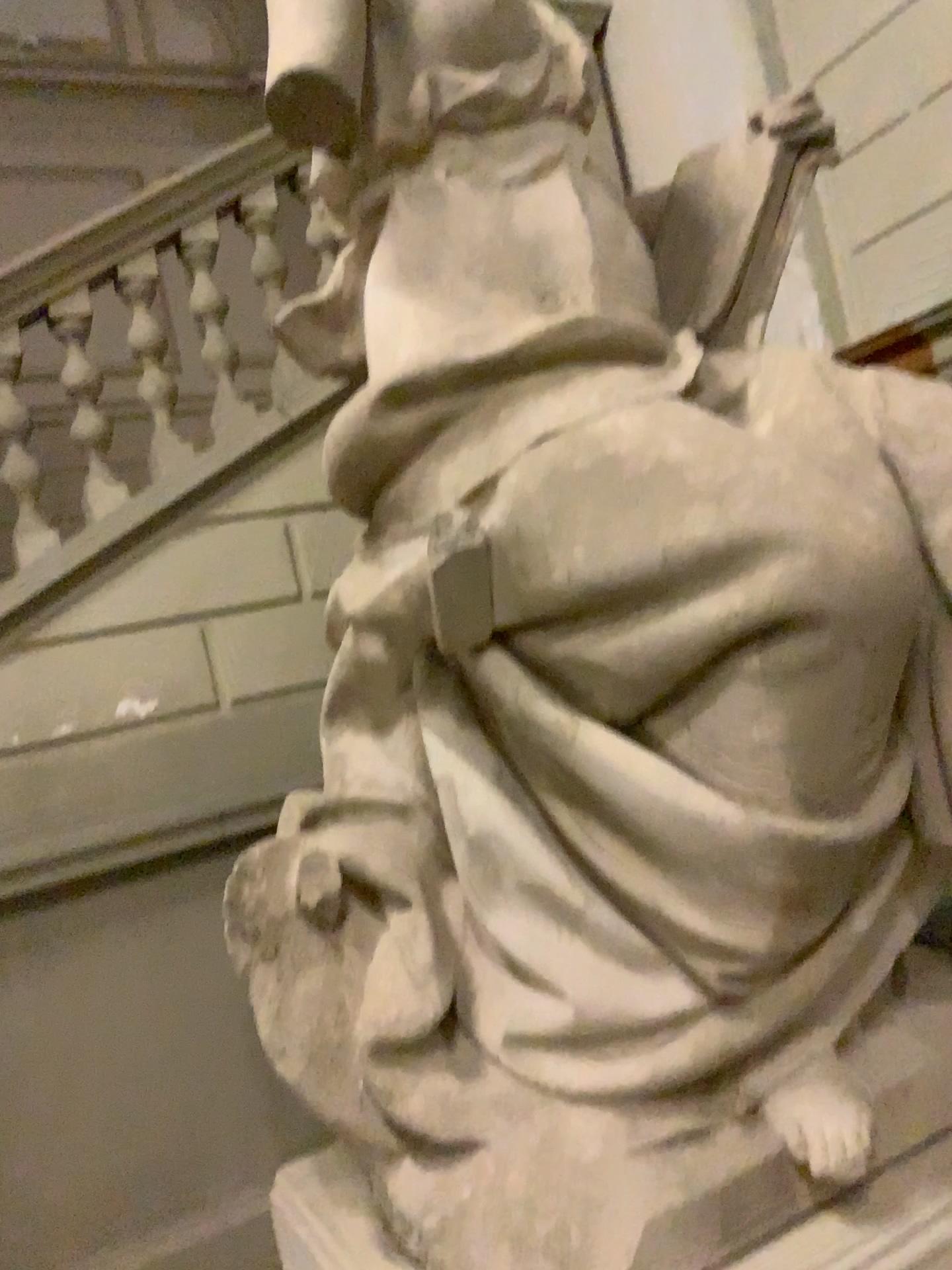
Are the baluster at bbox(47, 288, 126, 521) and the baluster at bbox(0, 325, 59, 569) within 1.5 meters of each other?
yes

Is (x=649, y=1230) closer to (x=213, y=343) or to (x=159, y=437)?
(x=159, y=437)

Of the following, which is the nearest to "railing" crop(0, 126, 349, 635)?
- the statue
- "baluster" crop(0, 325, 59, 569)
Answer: "baluster" crop(0, 325, 59, 569)

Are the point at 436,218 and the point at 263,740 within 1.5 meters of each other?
no

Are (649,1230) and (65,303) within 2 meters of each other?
no

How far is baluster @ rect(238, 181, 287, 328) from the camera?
3.7m

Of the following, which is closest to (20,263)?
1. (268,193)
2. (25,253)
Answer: (25,253)

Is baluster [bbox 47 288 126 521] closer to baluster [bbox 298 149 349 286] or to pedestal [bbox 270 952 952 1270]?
baluster [bbox 298 149 349 286]

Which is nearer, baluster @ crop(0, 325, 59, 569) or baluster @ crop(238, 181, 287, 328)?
baluster @ crop(0, 325, 59, 569)

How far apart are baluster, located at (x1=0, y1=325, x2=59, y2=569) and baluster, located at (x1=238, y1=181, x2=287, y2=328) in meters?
0.9 m
